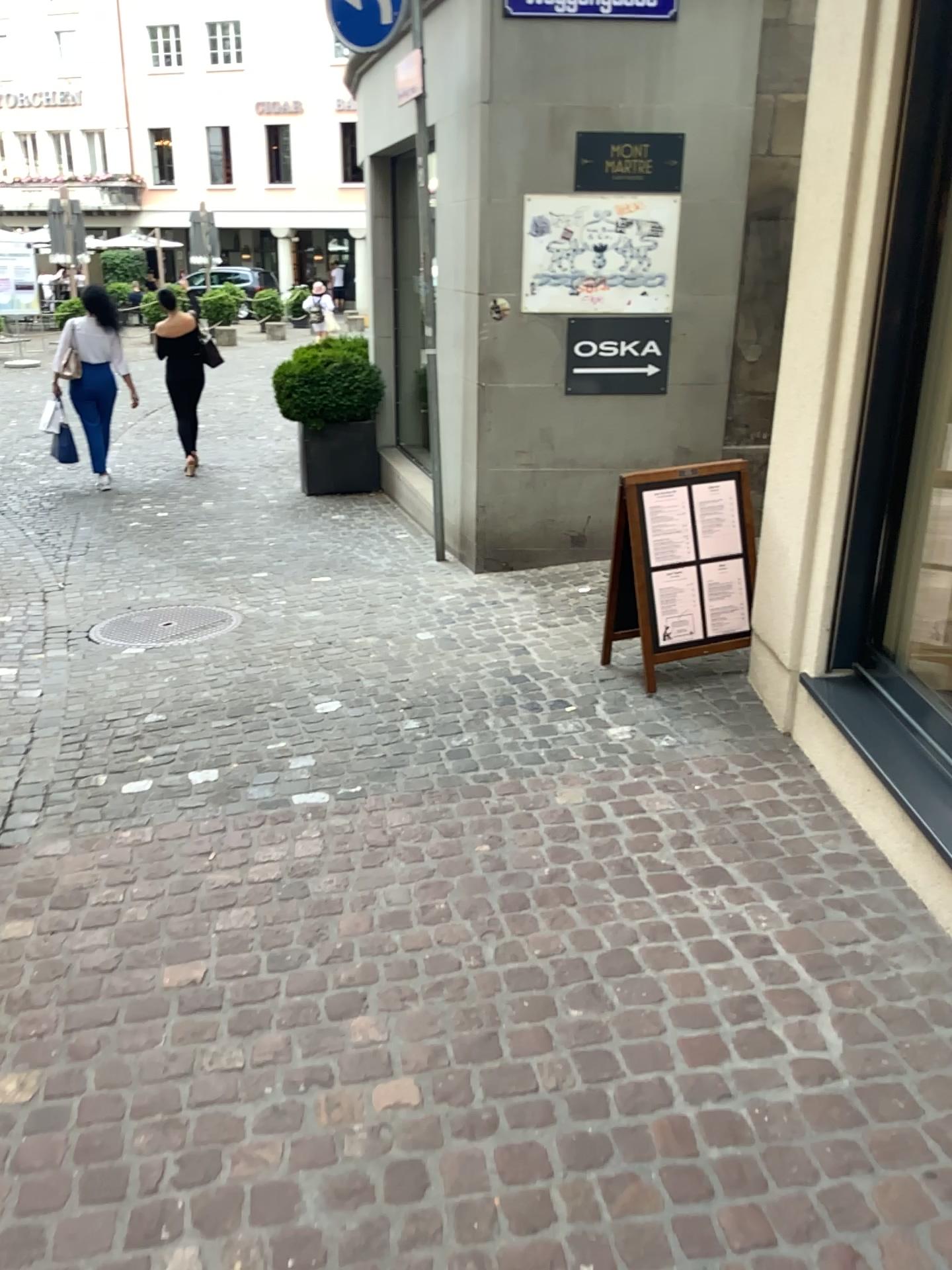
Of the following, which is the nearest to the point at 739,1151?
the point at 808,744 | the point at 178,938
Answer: the point at 178,938

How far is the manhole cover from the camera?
5.0m

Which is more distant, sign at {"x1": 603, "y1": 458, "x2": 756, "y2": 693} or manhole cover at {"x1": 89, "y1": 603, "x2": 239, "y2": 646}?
manhole cover at {"x1": 89, "y1": 603, "x2": 239, "y2": 646}

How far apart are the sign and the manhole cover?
1.89m

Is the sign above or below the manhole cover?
above

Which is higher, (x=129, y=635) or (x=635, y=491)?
(x=635, y=491)

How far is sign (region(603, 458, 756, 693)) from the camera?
4.1 meters

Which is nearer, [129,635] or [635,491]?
[635,491]

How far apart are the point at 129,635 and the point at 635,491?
2.50m
